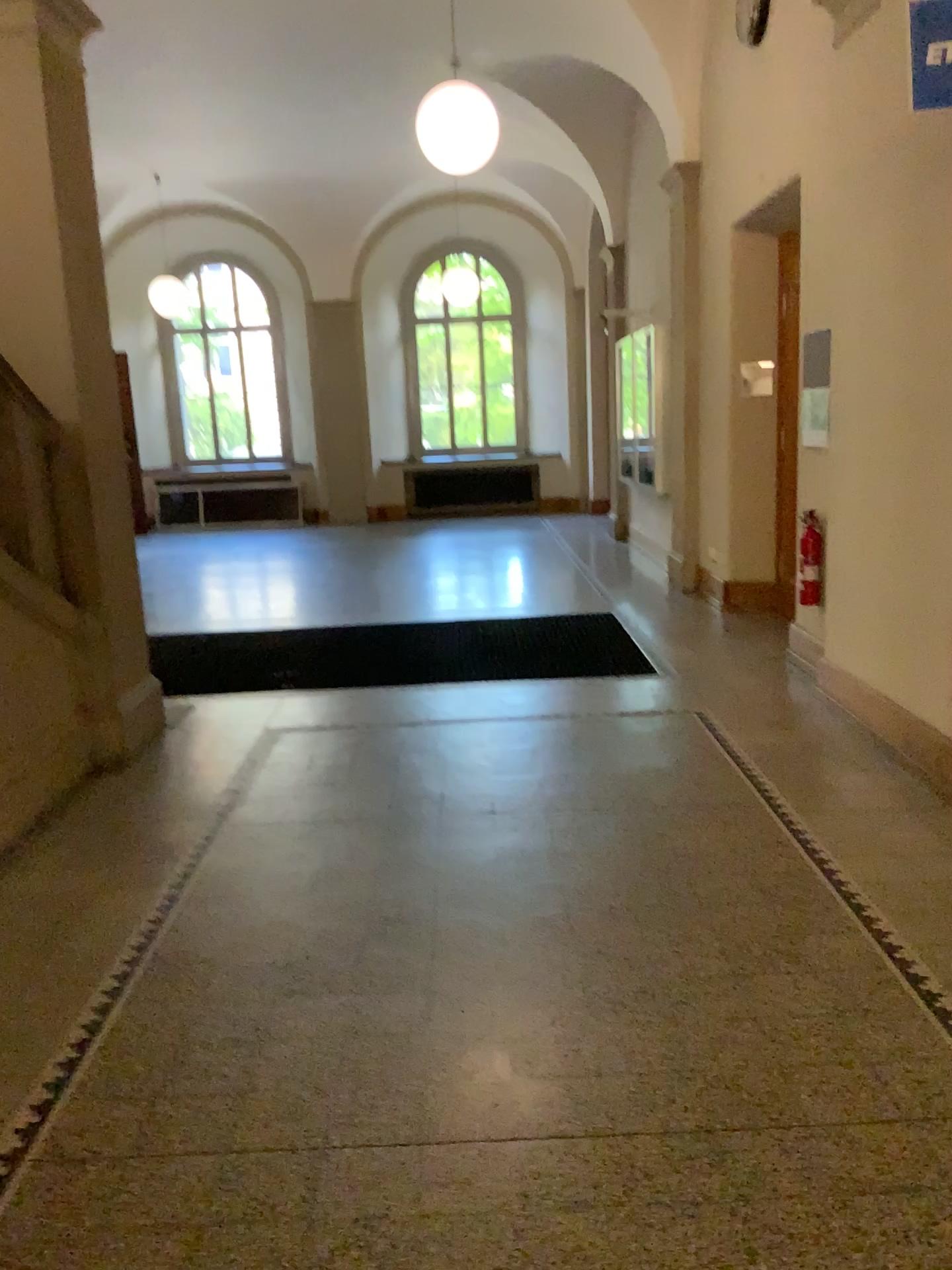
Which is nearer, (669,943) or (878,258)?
(669,943)
